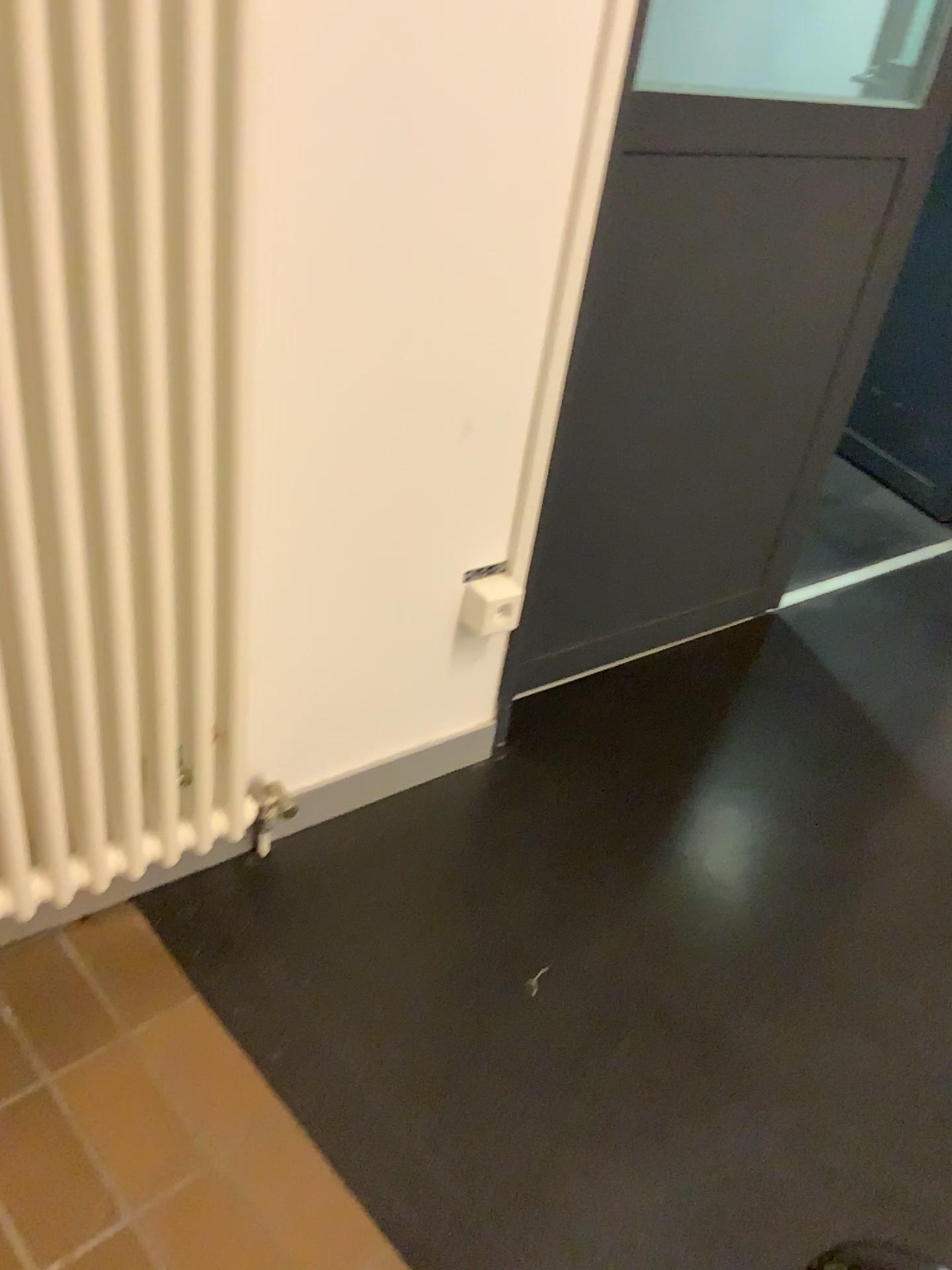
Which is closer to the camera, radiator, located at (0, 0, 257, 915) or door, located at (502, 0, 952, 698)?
radiator, located at (0, 0, 257, 915)

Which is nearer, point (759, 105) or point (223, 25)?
point (223, 25)

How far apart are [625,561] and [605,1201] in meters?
1.1 m
